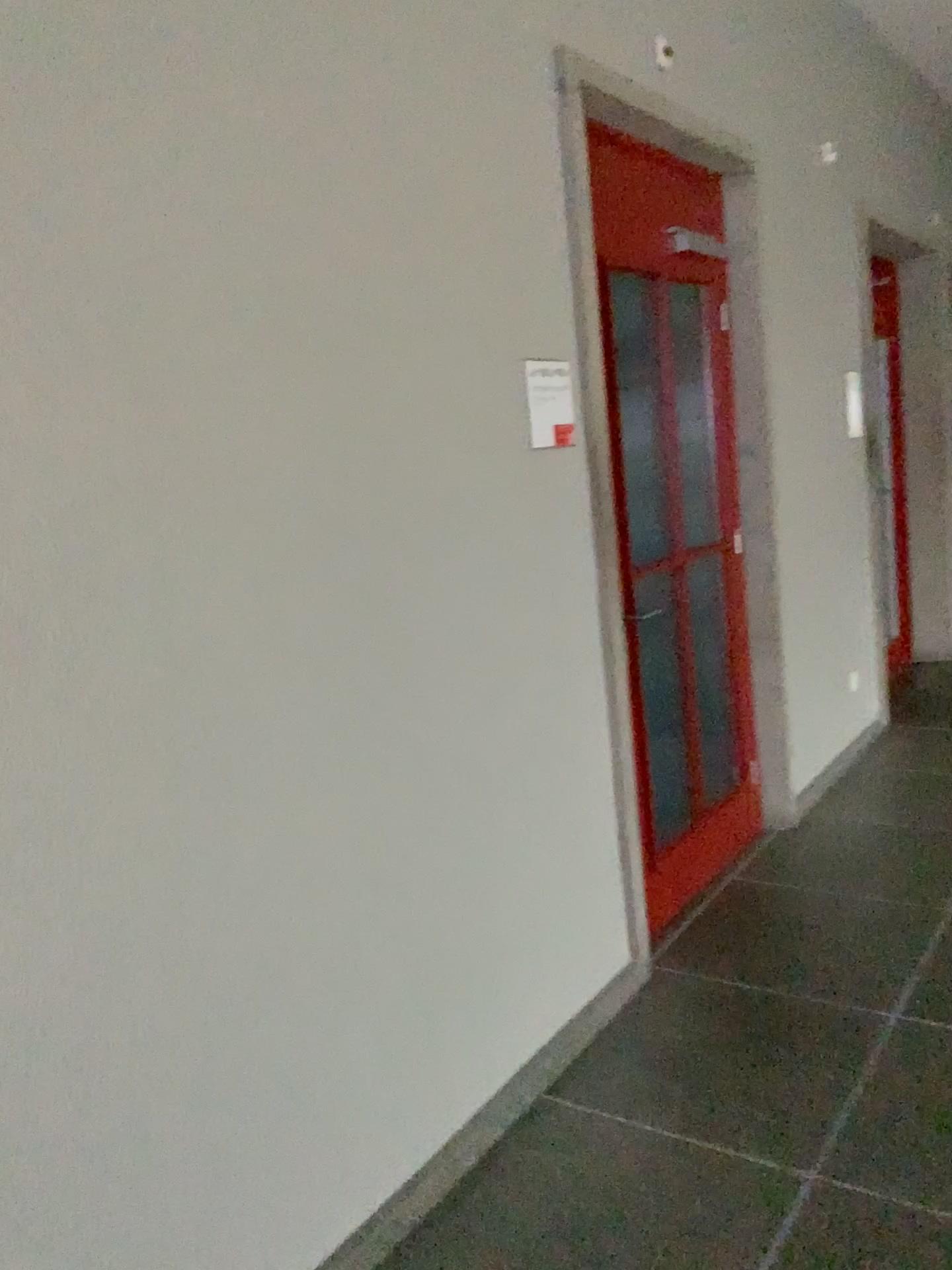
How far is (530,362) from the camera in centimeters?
255cm

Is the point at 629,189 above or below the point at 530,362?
above

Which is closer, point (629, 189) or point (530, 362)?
point (530, 362)

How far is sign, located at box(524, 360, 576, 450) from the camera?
2.5 meters

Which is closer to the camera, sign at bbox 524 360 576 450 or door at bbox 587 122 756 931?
sign at bbox 524 360 576 450

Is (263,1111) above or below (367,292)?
below
